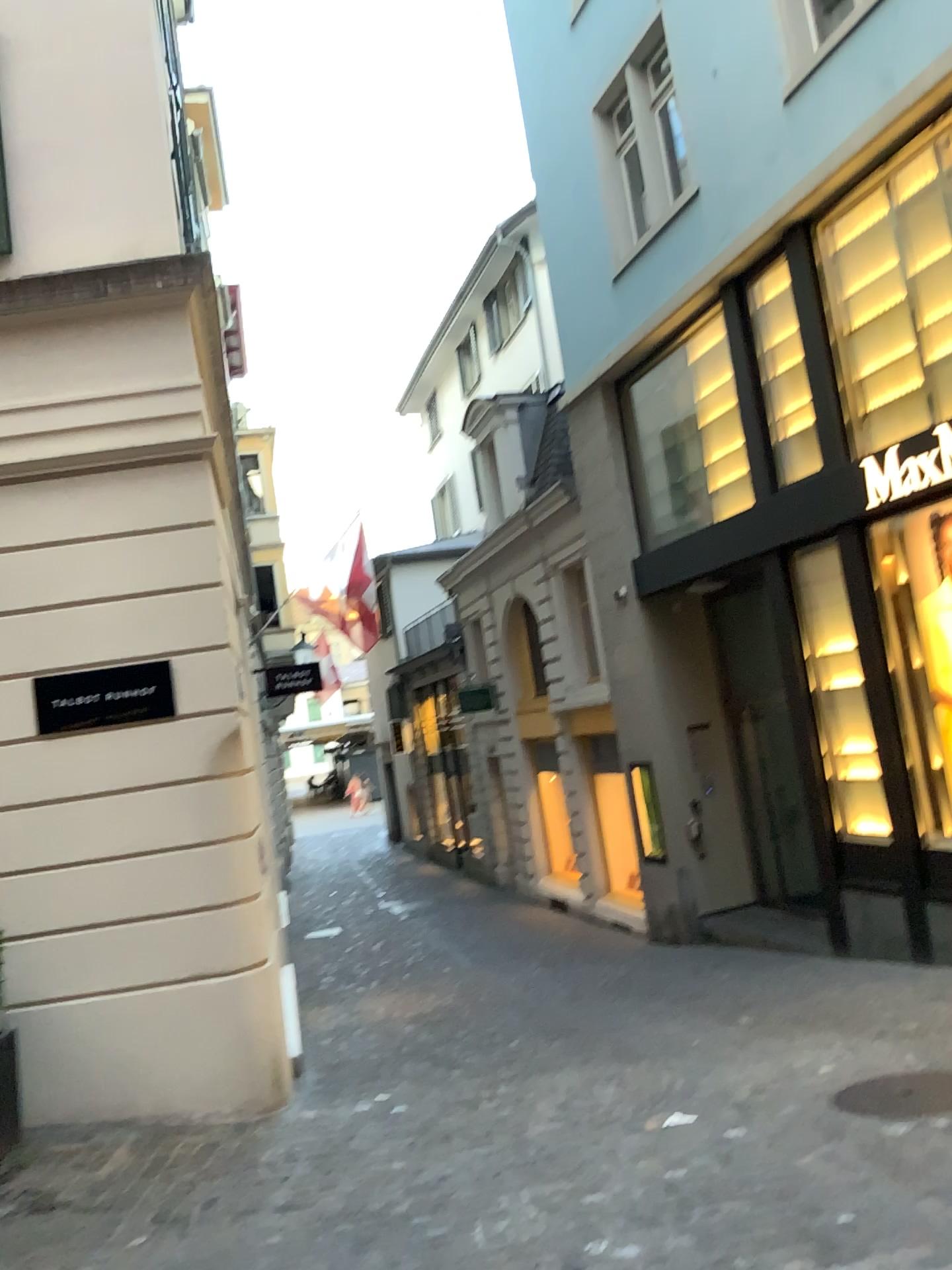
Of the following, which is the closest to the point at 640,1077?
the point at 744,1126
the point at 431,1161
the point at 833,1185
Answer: the point at 744,1126
